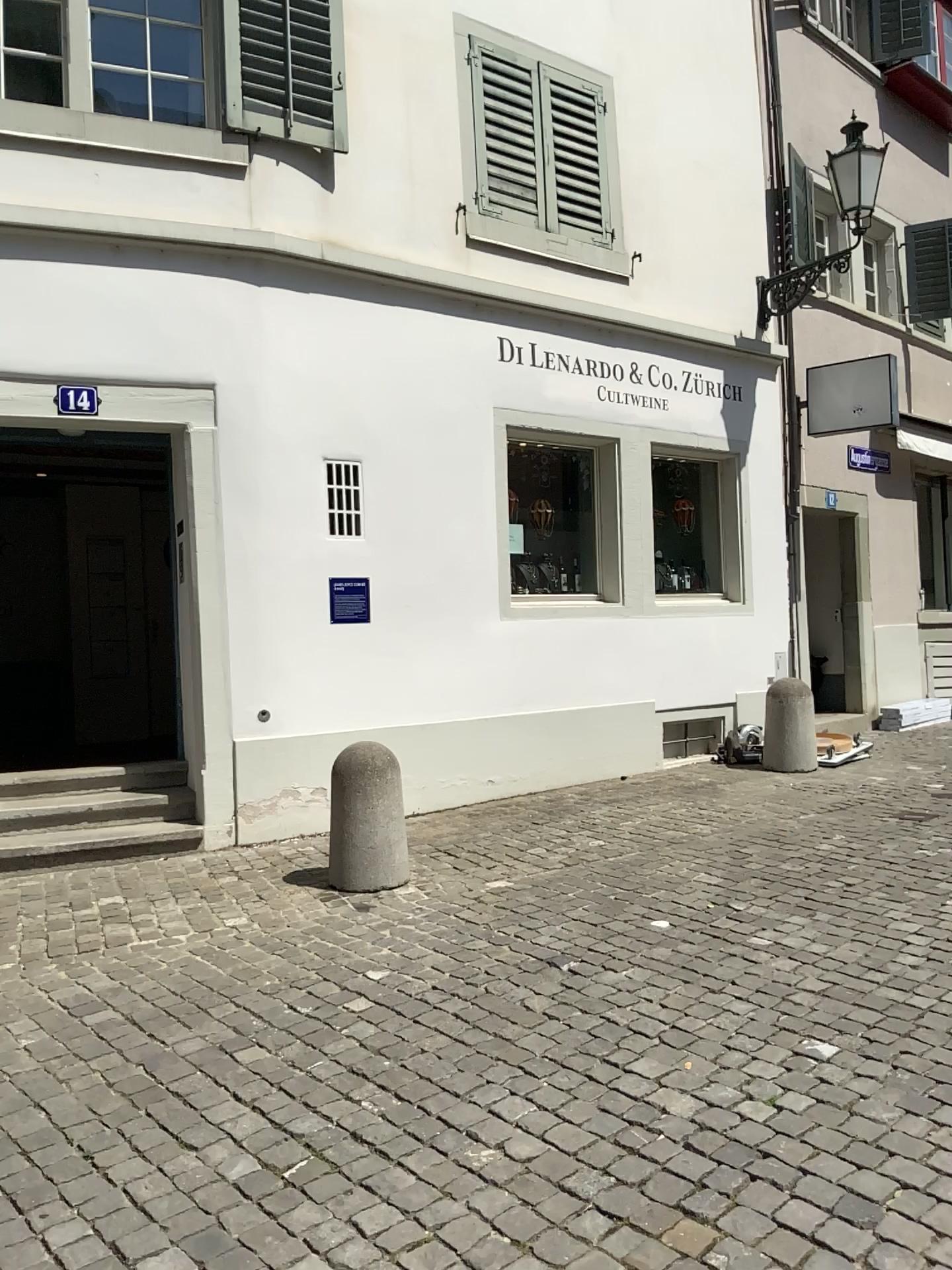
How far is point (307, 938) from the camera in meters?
4.4
